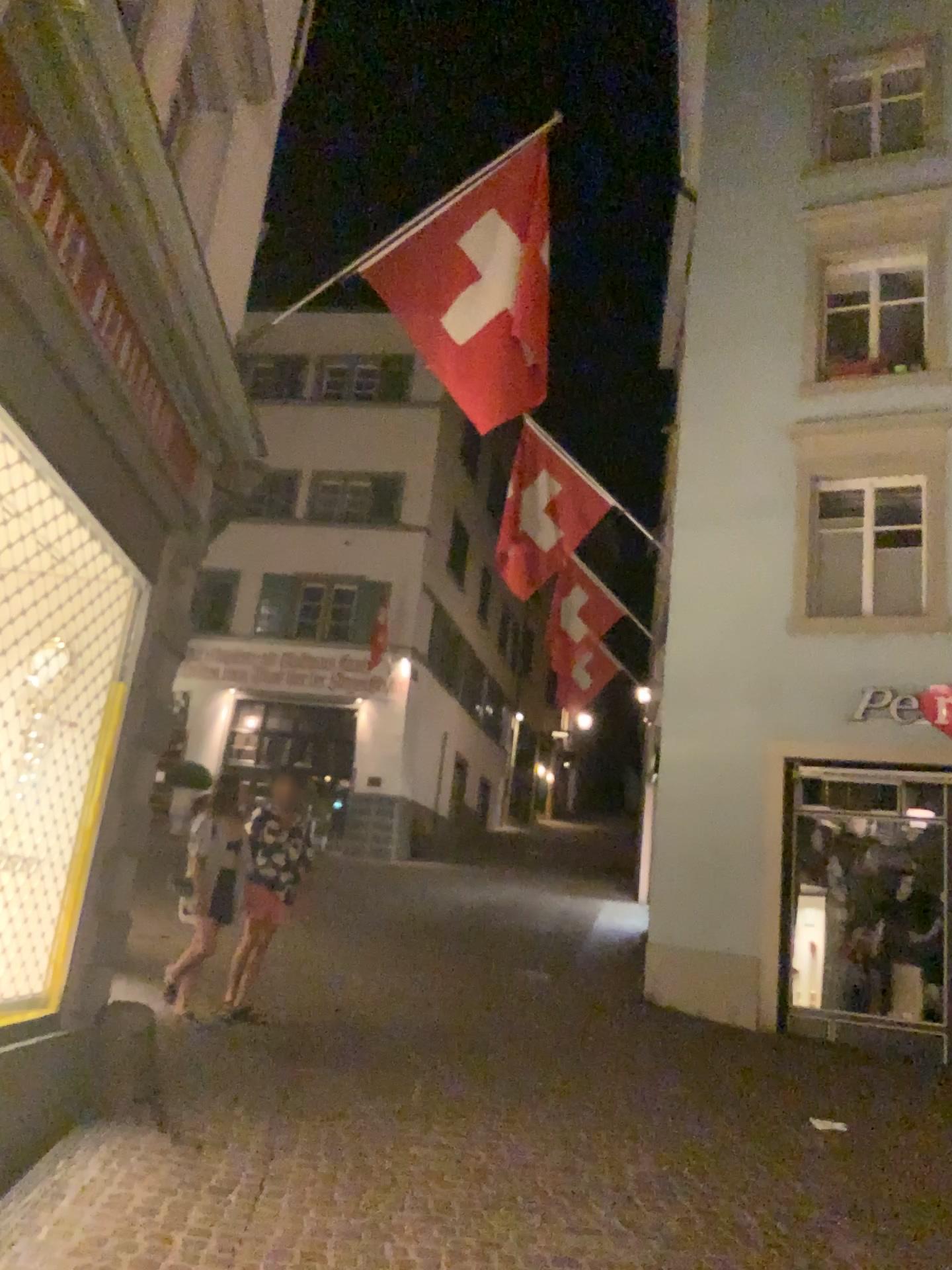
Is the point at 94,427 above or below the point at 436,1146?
above
